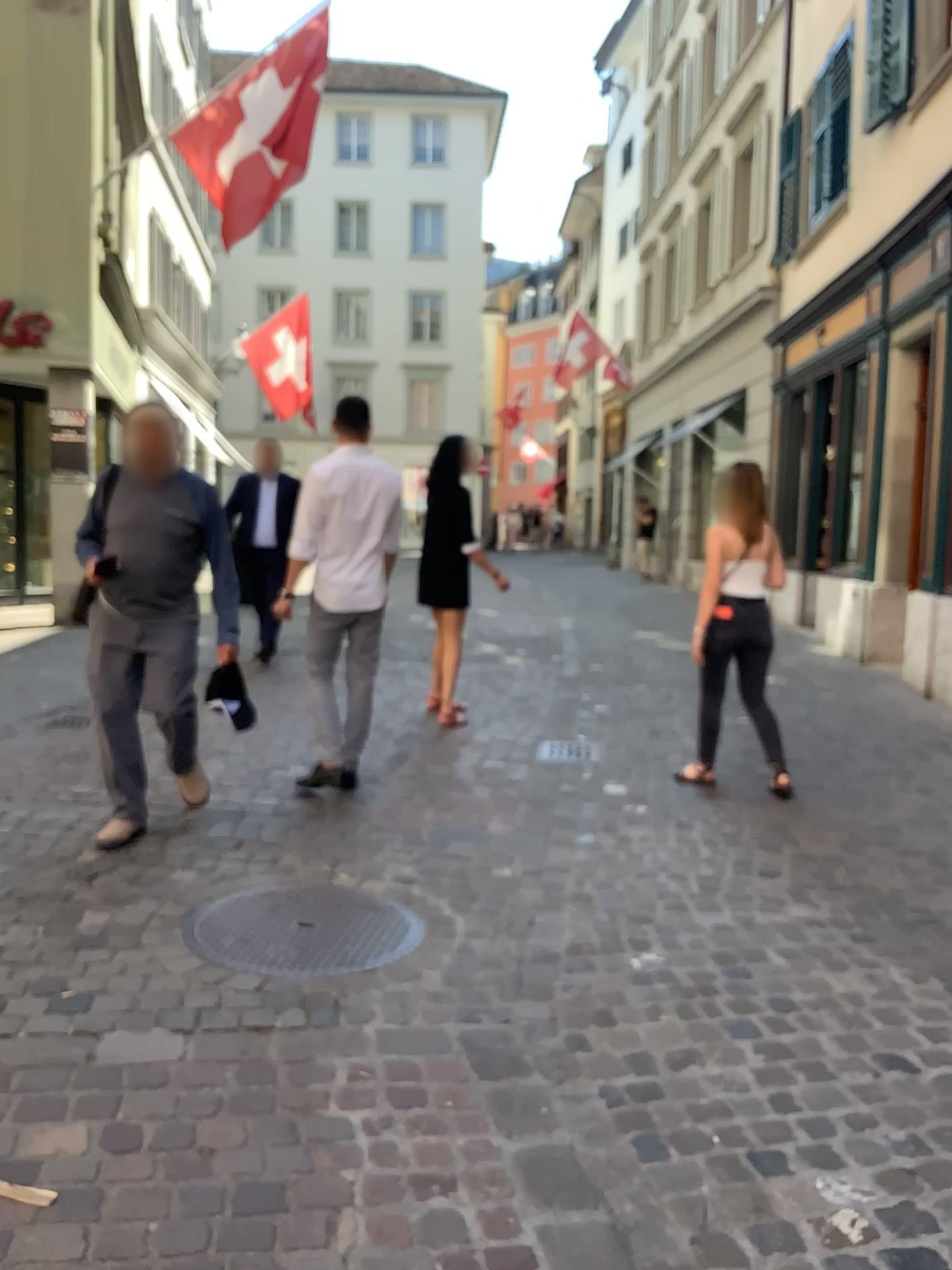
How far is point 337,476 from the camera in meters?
4.7 m

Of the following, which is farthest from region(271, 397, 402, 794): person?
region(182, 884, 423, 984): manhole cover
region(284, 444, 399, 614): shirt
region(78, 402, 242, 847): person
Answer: region(182, 884, 423, 984): manhole cover

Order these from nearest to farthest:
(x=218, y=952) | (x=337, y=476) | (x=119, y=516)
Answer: (x=218, y=952)
(x=119, y=516)
(x=337, y=476)

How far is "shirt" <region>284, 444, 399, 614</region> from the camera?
4.7m

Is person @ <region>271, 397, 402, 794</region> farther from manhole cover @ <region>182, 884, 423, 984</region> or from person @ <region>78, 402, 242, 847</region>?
manhole cover @ <region>182, 884, 423, 984</region>

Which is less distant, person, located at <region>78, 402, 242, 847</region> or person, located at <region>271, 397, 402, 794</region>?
person, located at <region>78, 402, 242, 847</region>

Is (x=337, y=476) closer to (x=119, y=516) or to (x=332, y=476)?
(x=332, y=476)

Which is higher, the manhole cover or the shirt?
the shirt

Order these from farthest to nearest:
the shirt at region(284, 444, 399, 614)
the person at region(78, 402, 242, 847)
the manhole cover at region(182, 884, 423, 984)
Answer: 1. the shirt at region(284, 444, 399, 614)
2. the person at region(78, 402, 242, 847)
3. the manhole cover at region(182, 884, 423, 984)

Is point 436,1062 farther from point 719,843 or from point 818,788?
point 818,788
